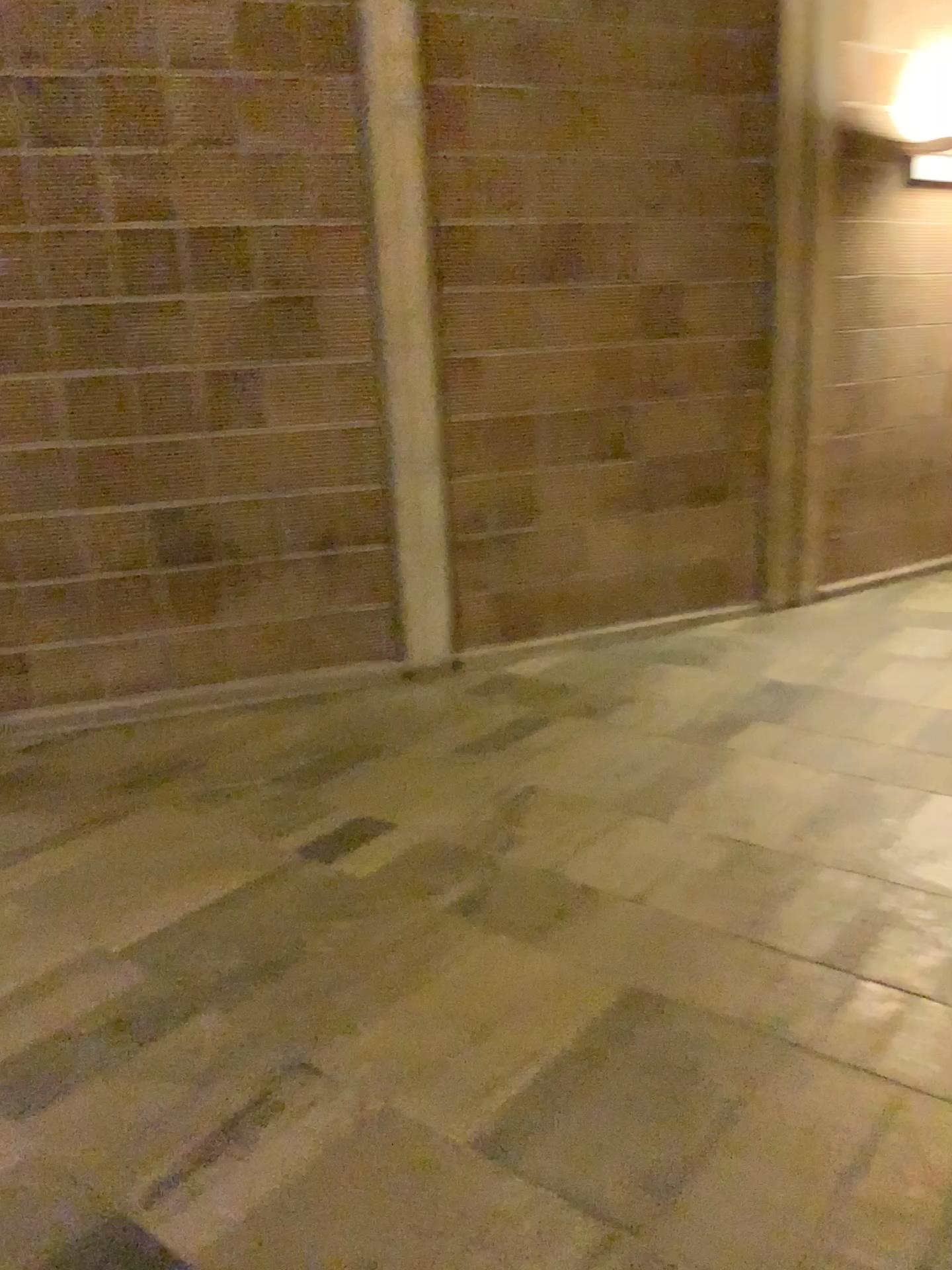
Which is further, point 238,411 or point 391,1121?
point 238,411
